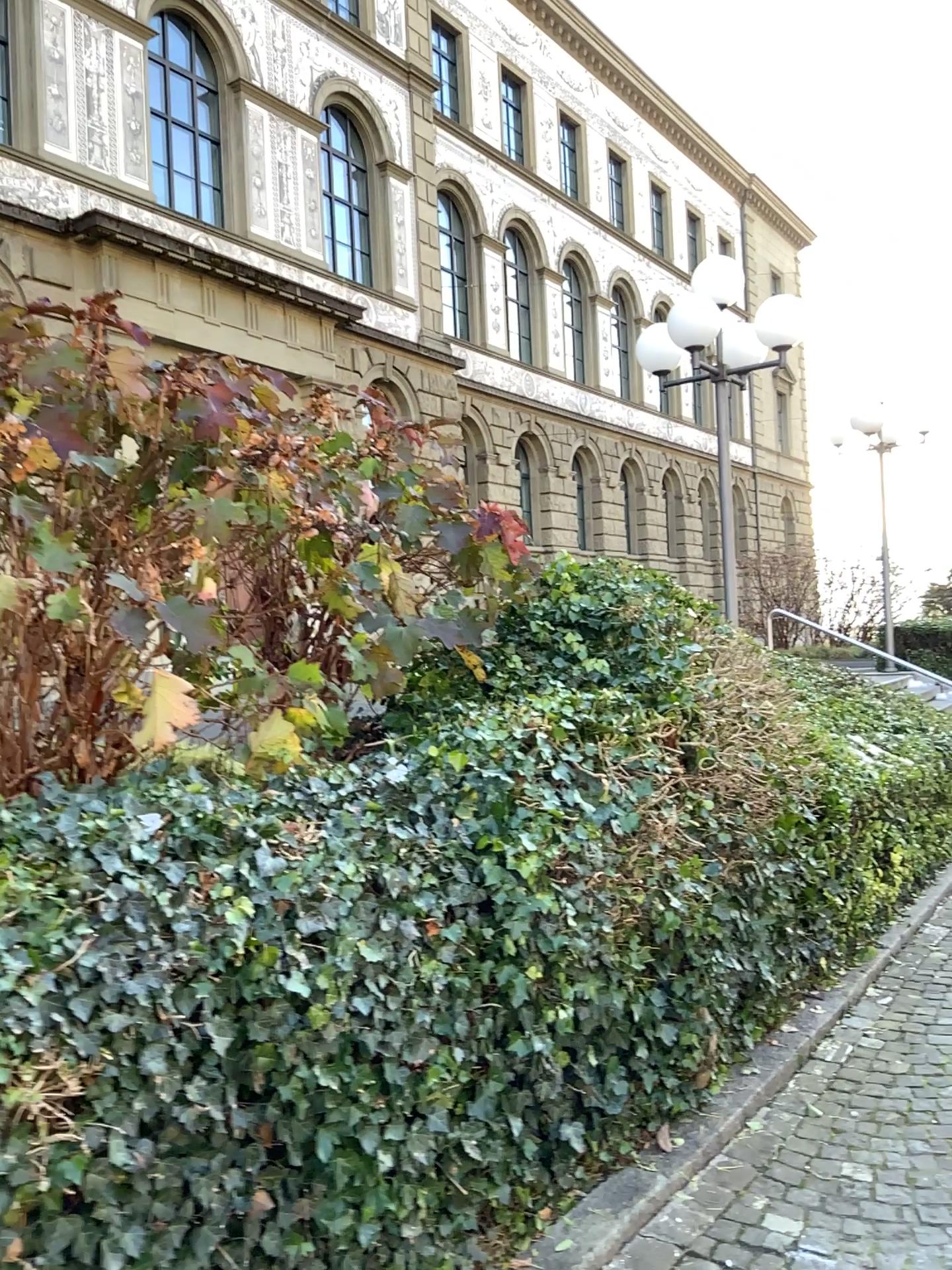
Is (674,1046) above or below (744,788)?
below
